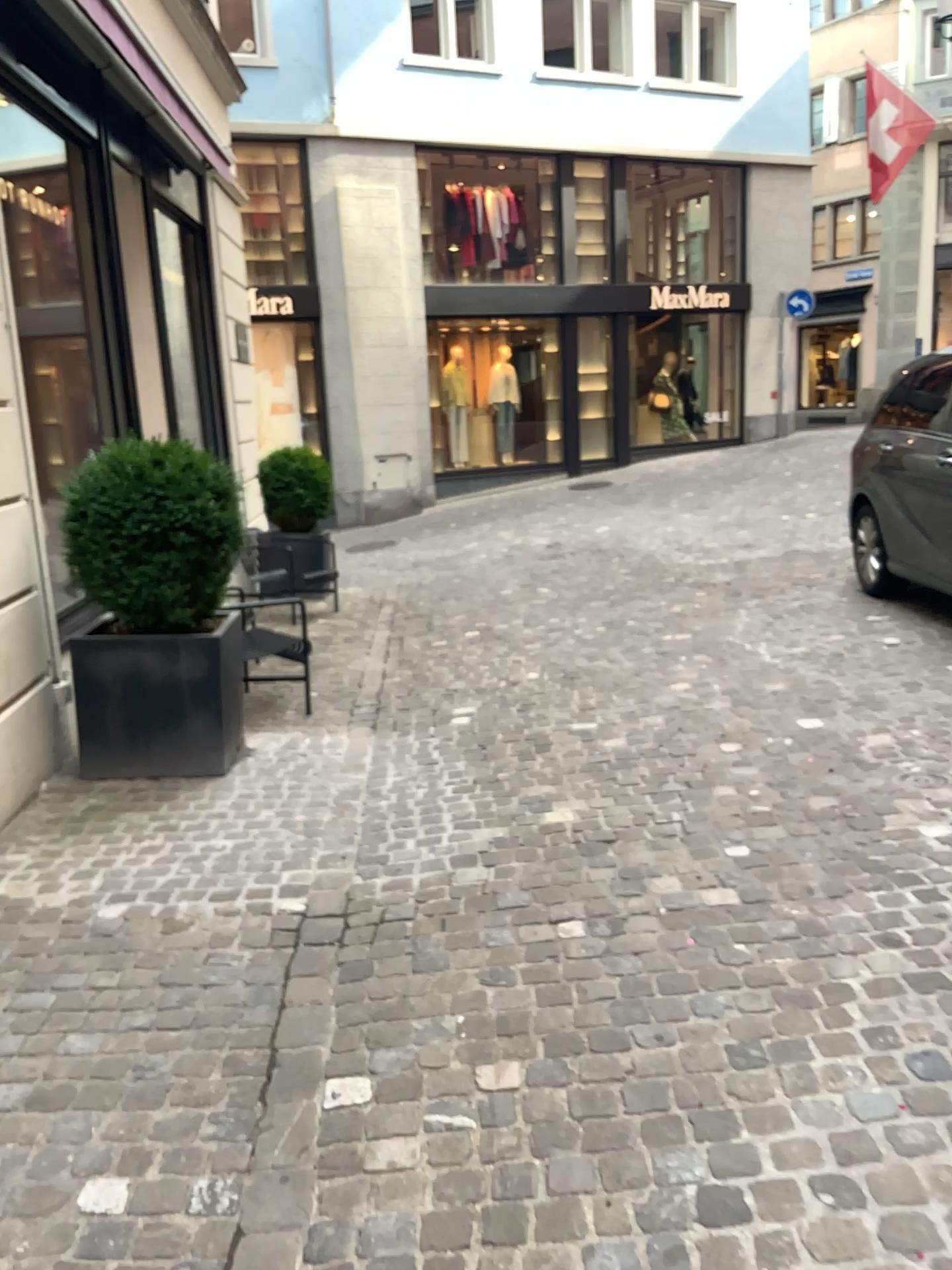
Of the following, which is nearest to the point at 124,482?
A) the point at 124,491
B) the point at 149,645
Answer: the point at 124,491

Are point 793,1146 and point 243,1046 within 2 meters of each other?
yes

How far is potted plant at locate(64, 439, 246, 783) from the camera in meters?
4.3

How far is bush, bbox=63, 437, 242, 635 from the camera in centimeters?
425cm

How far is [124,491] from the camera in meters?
4.2

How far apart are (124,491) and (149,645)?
0.63m

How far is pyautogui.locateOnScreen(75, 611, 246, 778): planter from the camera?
4.34m
